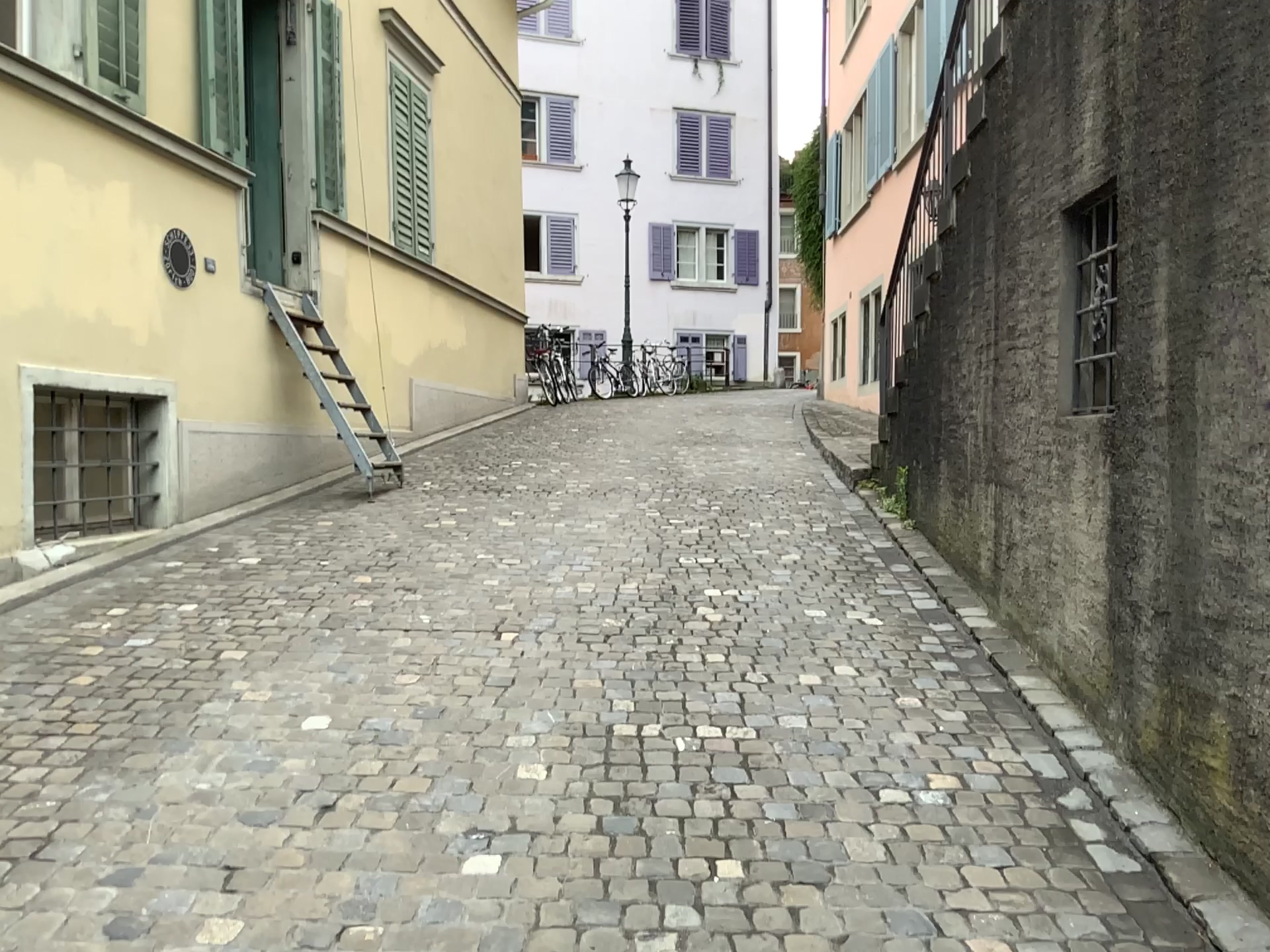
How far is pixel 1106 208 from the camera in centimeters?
334cm

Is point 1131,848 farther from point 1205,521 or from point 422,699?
point 422,699

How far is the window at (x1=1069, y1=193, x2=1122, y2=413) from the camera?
3.3 meters
